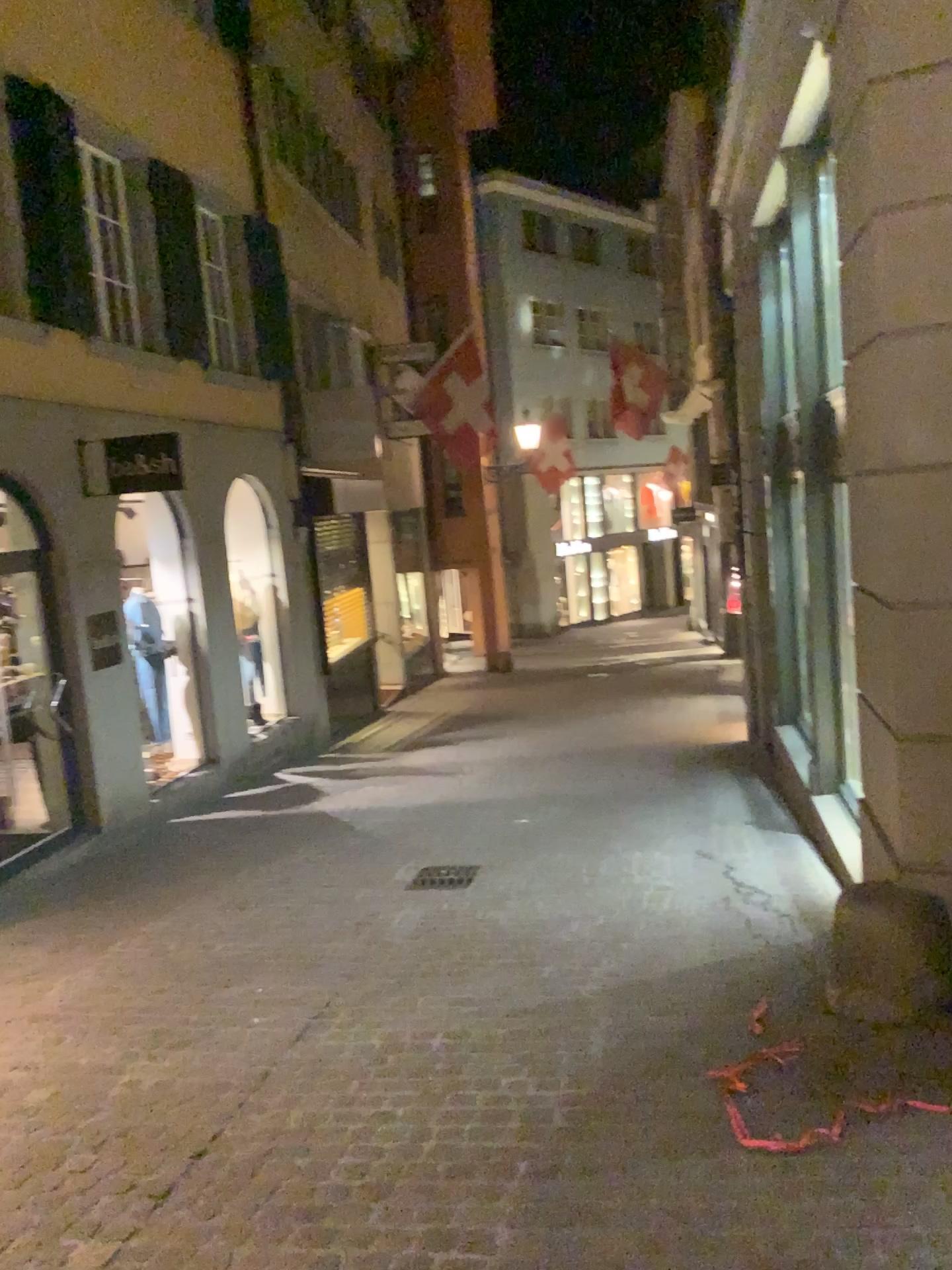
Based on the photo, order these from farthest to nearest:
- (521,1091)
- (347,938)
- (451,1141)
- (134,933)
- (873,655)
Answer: (134,933) < (347,938) < (873,655) < (521,1091) < (451,1141)
